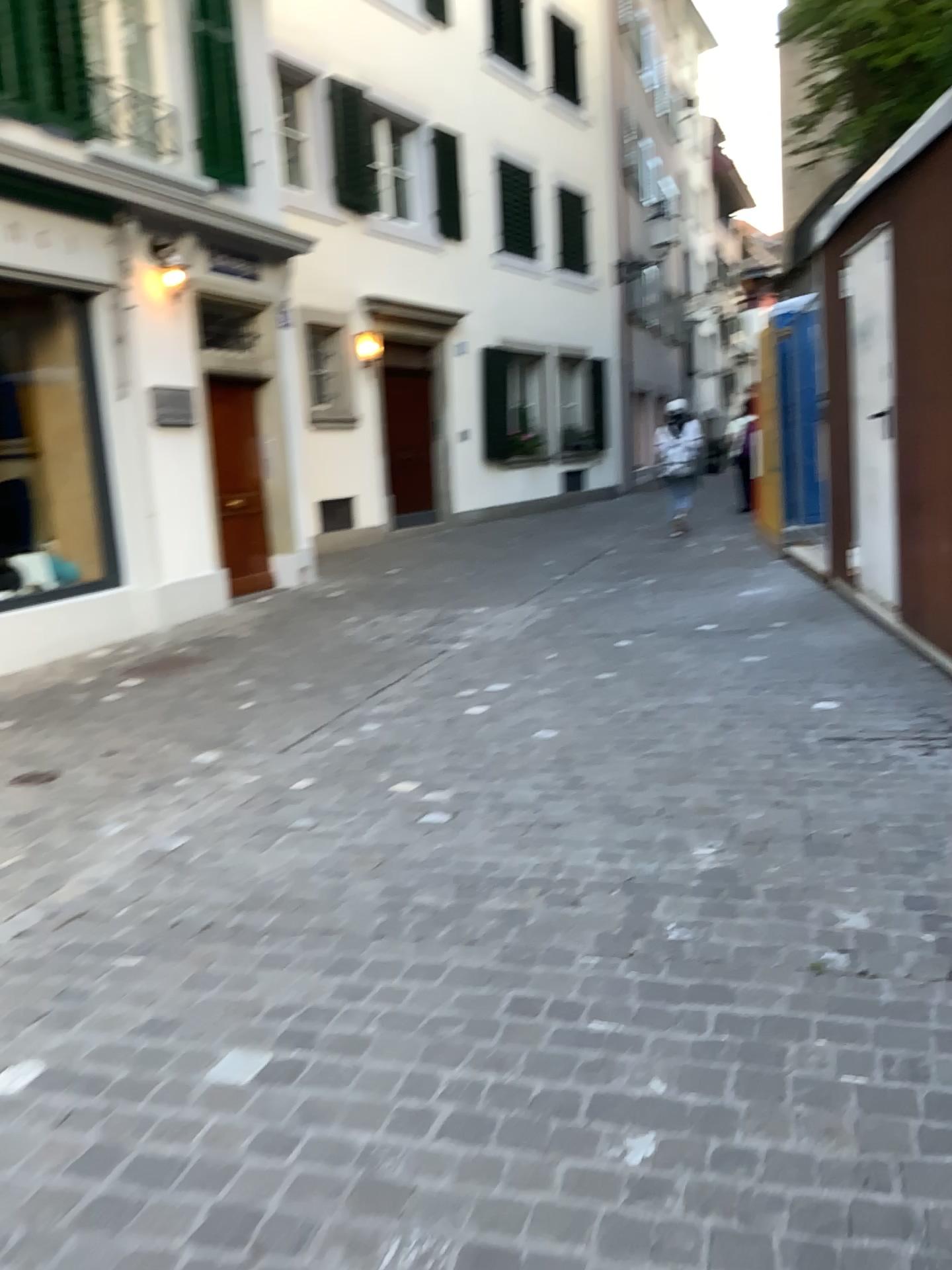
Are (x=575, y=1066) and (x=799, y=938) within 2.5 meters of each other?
yes
